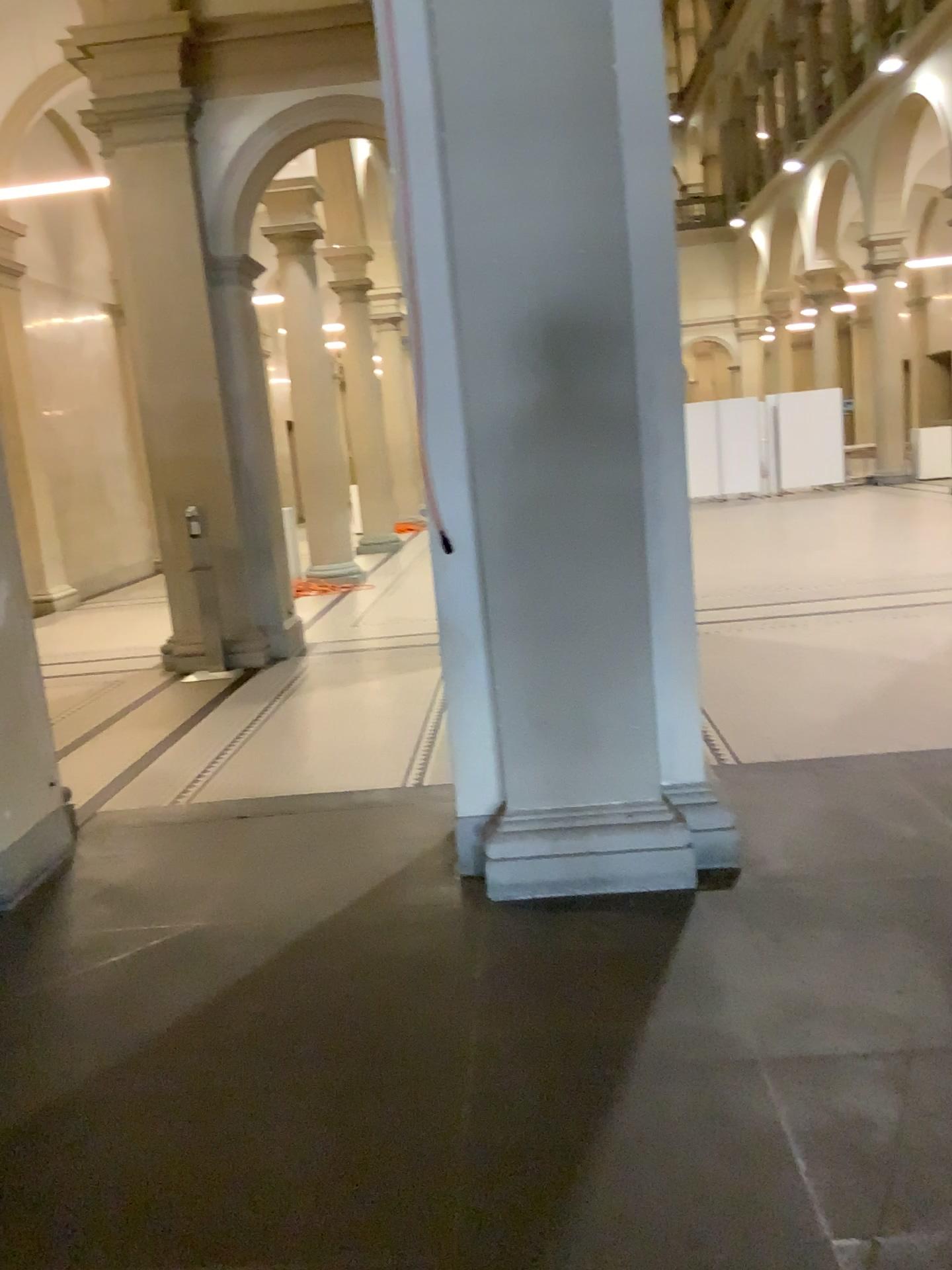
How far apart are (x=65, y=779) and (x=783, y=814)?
3.3 meters
